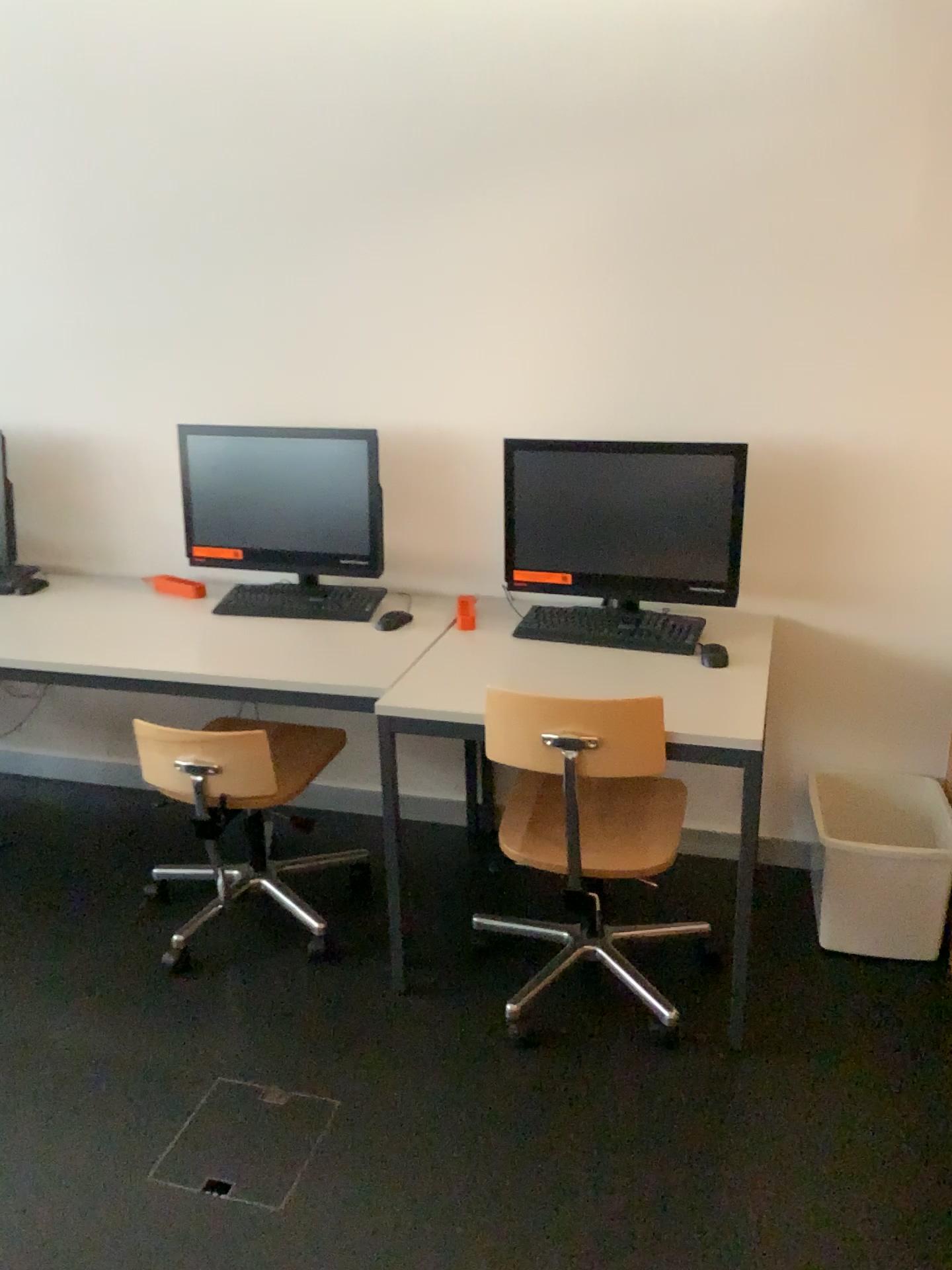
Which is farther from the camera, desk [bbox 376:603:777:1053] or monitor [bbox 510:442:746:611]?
monitor [bbox 510:442:746:611]

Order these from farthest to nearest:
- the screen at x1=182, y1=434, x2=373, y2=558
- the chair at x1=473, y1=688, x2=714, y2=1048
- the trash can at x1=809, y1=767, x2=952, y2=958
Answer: the screen at x1=182, y1=434, x2=373, y2=558, the trash can at x1=809, y1=767, x2=952, y2=958, the chair at x1=473, y1=688, x2=714, y2=1048

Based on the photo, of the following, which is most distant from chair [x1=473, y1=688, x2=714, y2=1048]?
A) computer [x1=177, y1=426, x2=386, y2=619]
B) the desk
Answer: computer [x1=177, y1=426, x2=386, y2=619]

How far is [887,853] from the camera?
2.46m

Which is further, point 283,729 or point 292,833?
point 292,833

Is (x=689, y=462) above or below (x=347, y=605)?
above

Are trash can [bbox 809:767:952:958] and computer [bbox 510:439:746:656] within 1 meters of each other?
yes

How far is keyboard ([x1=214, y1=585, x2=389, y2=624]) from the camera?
2.9 meters

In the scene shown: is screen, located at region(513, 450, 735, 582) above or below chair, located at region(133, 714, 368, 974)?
above

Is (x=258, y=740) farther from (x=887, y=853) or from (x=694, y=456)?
(x=887, y=853)
